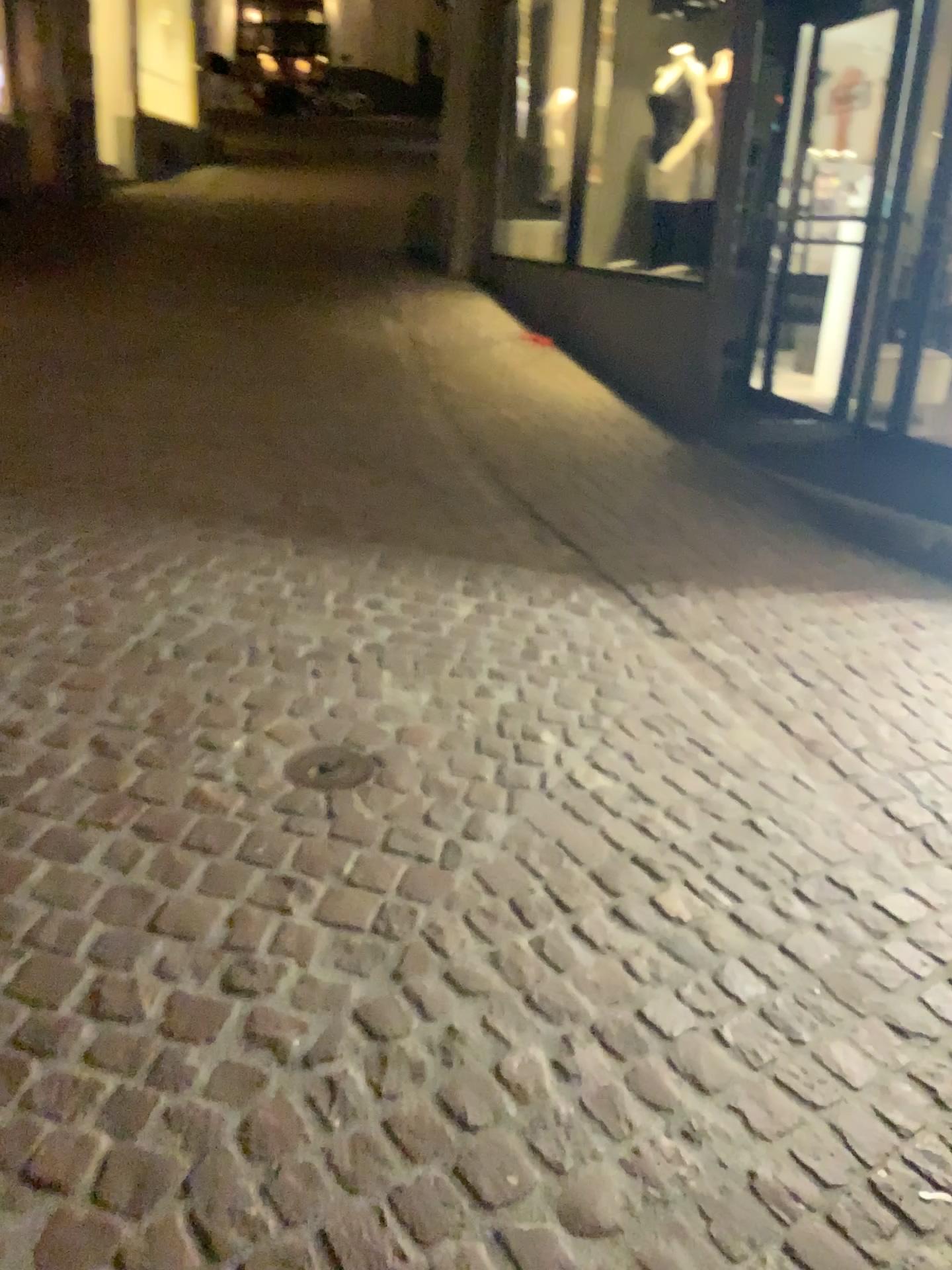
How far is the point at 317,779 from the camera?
2.27m

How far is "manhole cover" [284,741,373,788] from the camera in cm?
227

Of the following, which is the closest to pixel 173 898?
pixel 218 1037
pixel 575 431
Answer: pixel 218 1037
